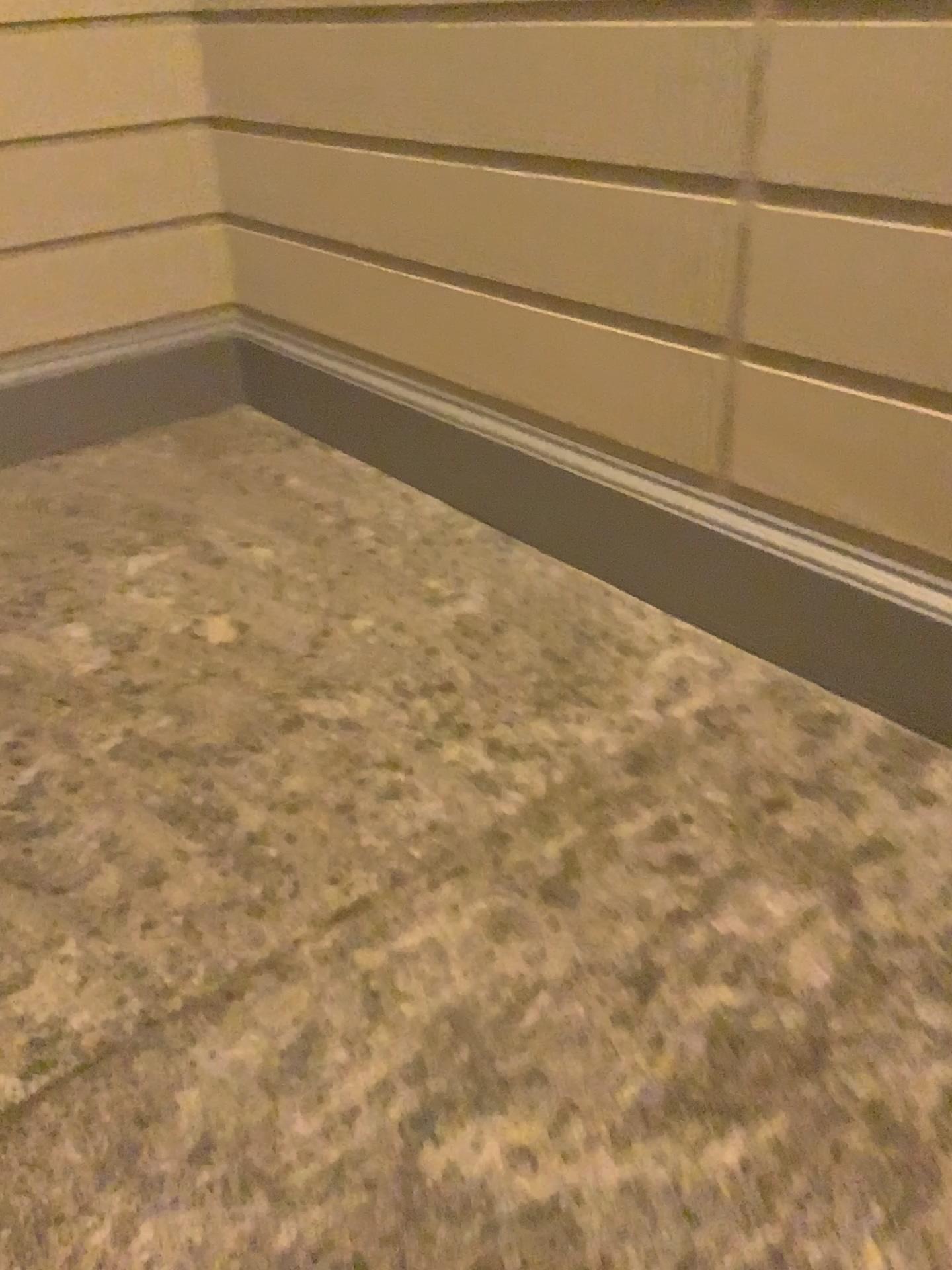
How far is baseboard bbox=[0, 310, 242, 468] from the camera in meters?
3.5 m

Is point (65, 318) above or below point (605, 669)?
above

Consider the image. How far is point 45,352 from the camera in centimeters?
348cm
